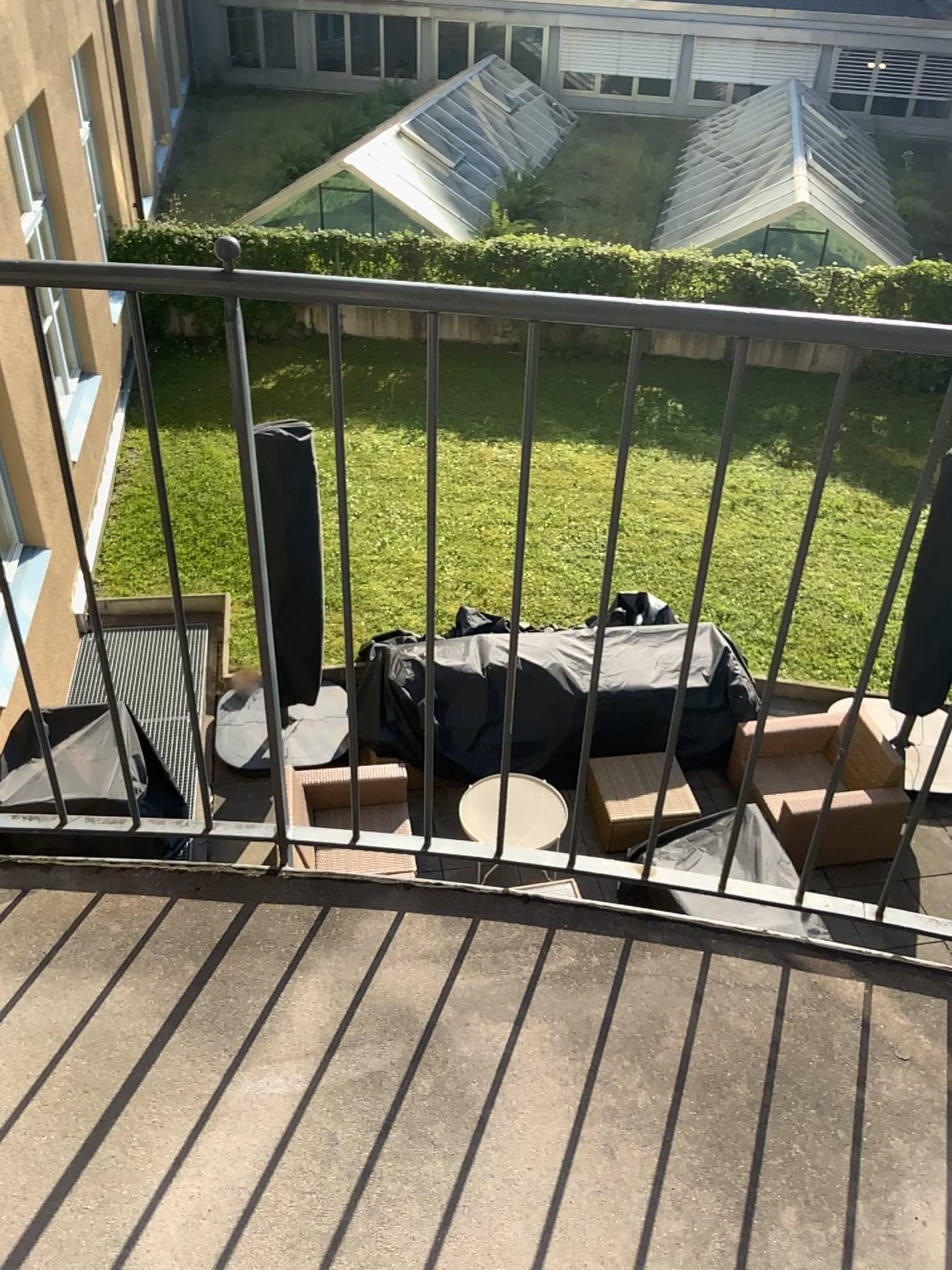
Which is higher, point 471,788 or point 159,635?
point 159,635

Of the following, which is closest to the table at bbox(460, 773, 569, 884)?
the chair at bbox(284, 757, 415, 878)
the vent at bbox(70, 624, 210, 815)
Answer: the chair at bbox(284, 757, 415, 878)

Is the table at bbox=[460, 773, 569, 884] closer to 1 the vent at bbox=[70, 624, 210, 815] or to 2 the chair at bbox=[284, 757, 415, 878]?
2 the chair at bbox=[284, 757, 415, 878]

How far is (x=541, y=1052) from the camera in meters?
1.6

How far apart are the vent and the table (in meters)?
0.48

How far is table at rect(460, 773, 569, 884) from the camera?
1.8m

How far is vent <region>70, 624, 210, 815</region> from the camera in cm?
167

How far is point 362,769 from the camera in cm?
176

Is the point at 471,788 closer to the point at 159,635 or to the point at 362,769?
the point at 362,769
